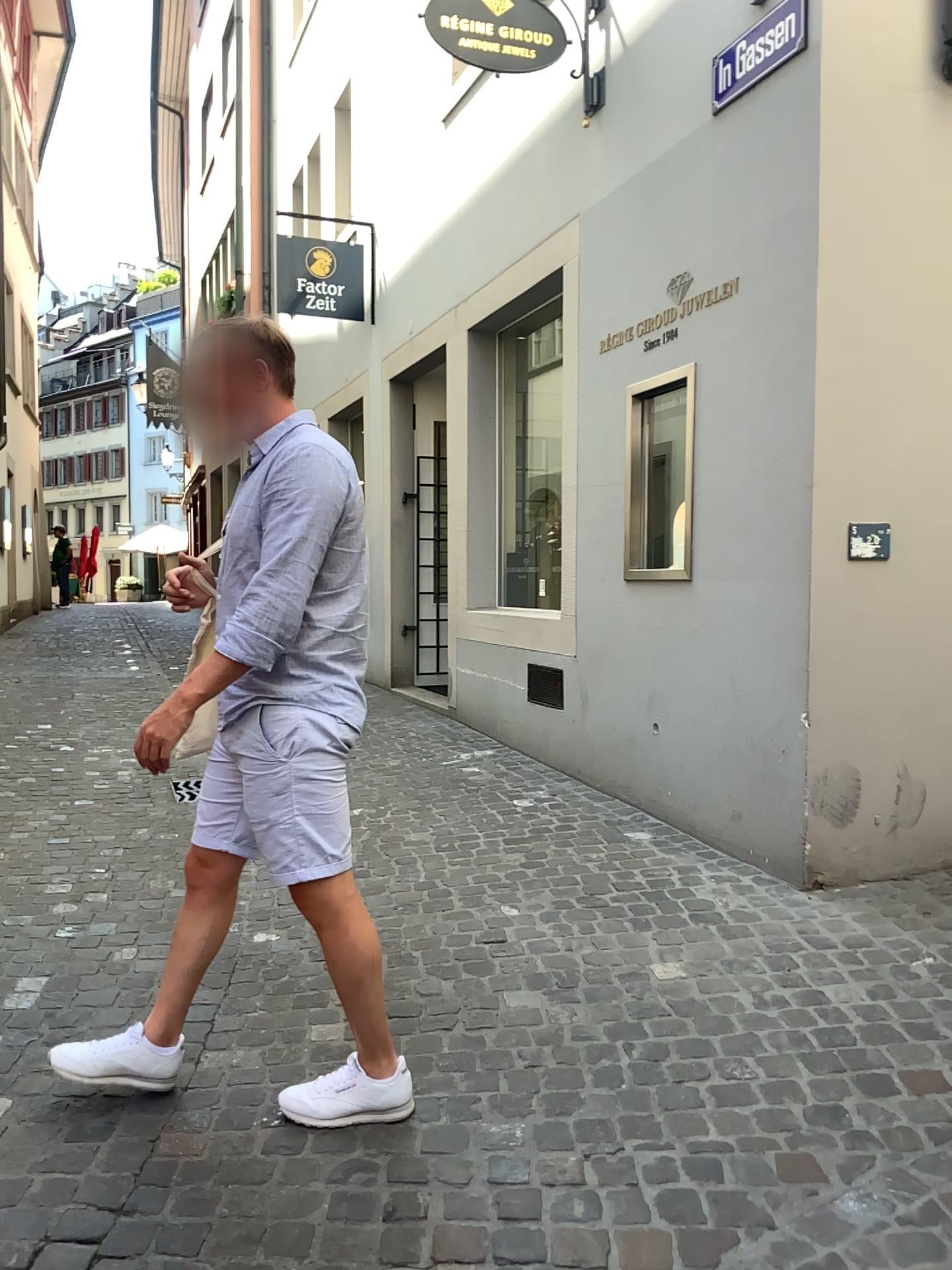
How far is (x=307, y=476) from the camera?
2.0 meters

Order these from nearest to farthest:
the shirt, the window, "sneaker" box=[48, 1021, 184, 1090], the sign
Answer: the shirt → "sneaker" box=[48, 1021, 184, 1090] → the sign → the window

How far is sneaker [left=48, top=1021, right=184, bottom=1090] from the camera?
2.3m

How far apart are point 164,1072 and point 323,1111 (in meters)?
0.39

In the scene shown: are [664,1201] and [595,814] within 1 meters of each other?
no

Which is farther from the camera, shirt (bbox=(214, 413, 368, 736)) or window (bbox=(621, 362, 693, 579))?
window (bbox=(621, 362, 693, 579))

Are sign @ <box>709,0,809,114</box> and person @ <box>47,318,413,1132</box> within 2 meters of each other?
no

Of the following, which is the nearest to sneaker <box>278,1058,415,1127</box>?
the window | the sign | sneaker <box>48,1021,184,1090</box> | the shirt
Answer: sneaker <box>48,1021,184,1090</box>

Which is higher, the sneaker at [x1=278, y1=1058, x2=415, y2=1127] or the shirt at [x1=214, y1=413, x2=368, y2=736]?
the shirt at [x1=214, y1=413, x2=368, y2=736]

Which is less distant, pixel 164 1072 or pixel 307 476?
pixel 307 476
